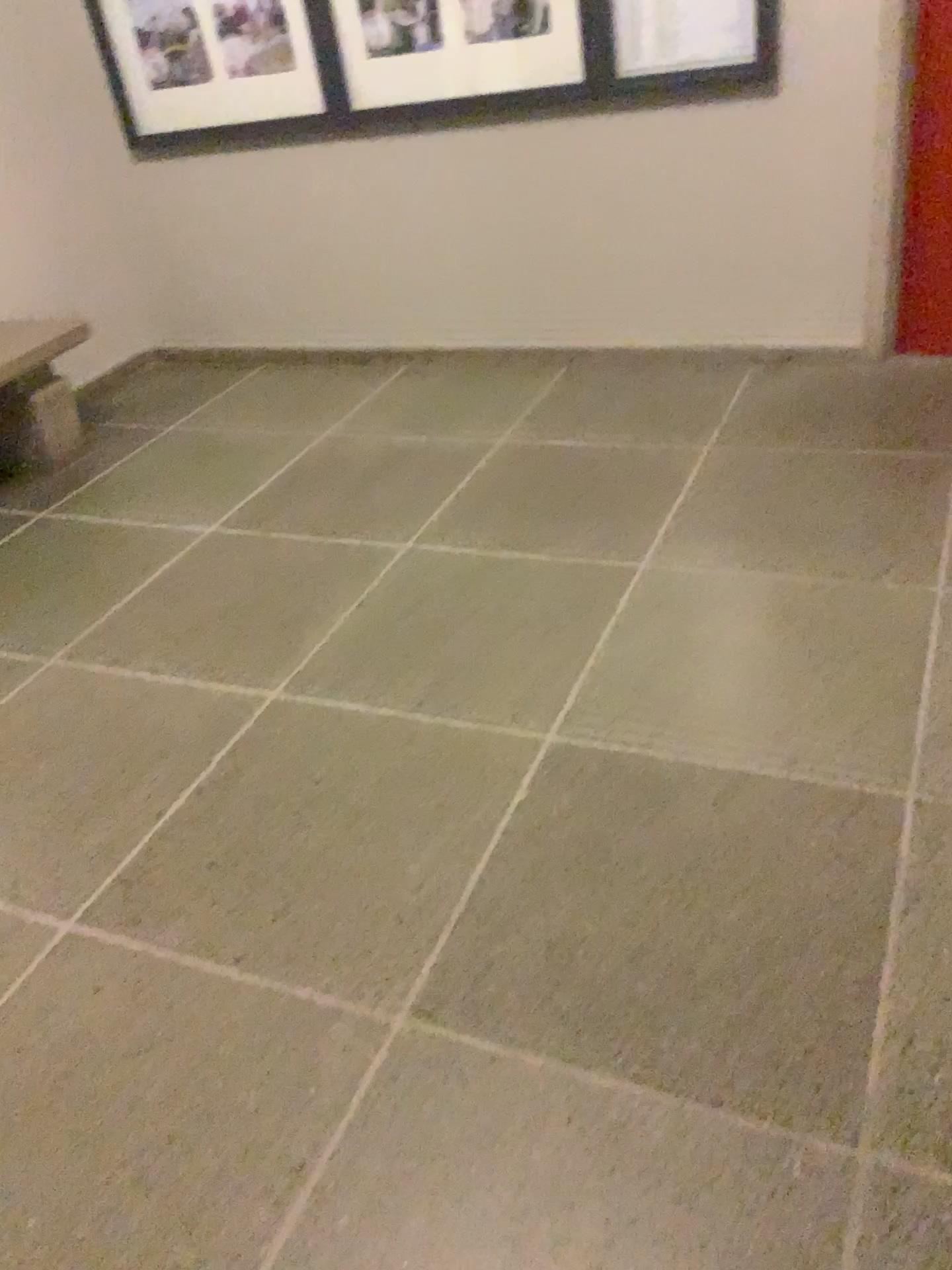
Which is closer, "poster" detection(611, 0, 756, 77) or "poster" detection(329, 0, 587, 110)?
"poster" detection(611, 0, 756, 77)

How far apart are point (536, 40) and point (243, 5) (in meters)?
1.15

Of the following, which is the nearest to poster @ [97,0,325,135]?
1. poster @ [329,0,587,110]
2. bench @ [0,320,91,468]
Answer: poster @ [329,0,587,110]

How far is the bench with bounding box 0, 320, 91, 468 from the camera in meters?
3.6

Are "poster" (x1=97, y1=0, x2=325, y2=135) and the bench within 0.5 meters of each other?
no

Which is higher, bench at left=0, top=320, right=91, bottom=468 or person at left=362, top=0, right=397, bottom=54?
person at left=362, top=0, right=397, bottom=54

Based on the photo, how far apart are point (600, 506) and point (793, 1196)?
1.9 meters

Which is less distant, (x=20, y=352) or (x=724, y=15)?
(x=724, y=15)

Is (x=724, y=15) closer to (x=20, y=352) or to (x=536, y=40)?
(x=536, y=40)

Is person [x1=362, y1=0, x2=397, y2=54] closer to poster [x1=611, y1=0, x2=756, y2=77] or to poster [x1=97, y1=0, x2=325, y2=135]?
poster [x1=97, y1=0, x2=325, y2=135]
